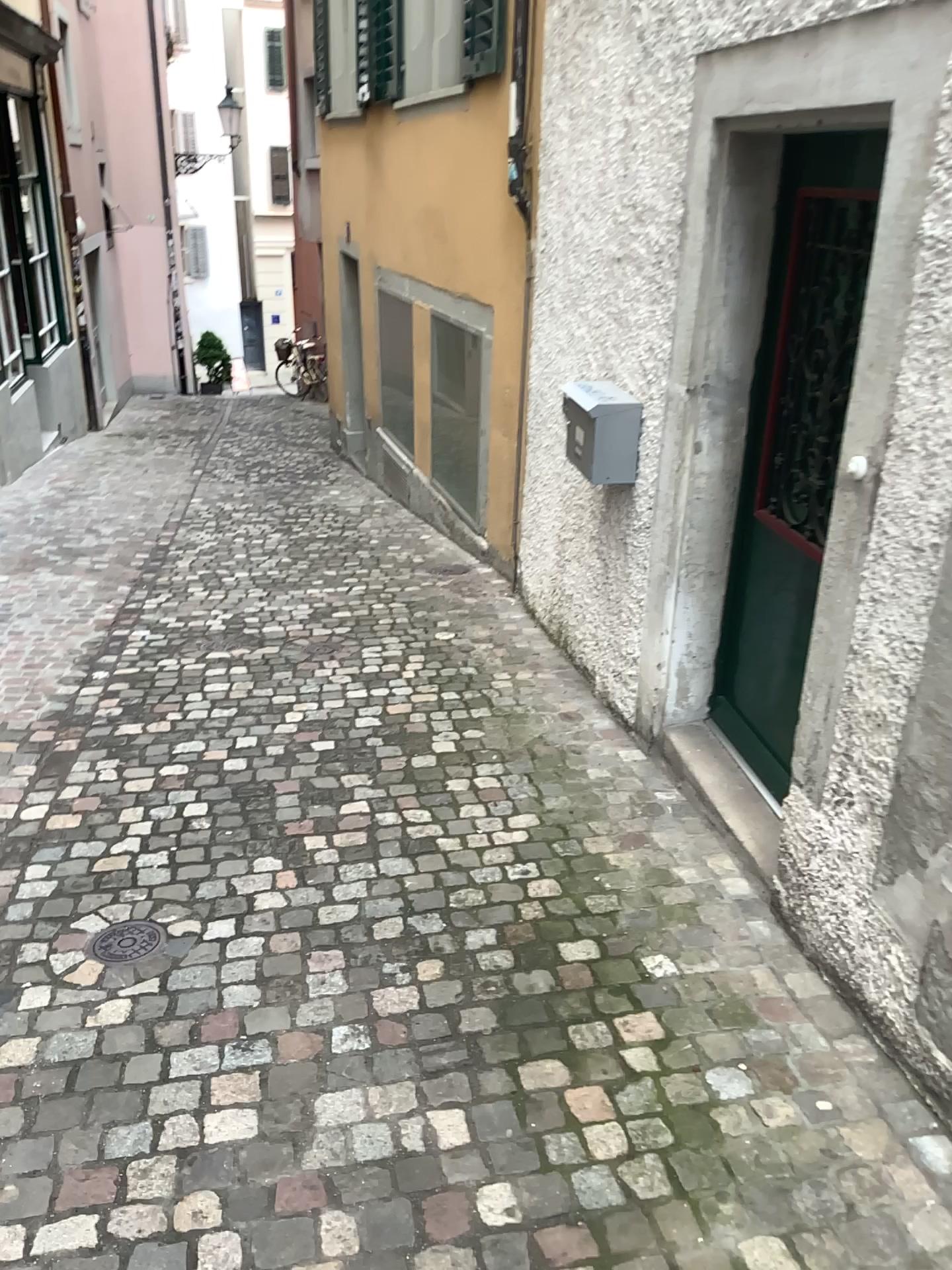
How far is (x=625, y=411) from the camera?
3.7m

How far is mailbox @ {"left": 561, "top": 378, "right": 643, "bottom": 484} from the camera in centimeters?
366cm

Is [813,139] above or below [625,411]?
above

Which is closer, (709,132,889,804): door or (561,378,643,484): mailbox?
(709,132,889,804): door

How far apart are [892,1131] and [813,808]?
0.71m

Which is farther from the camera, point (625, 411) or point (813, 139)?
point (625, 411)
